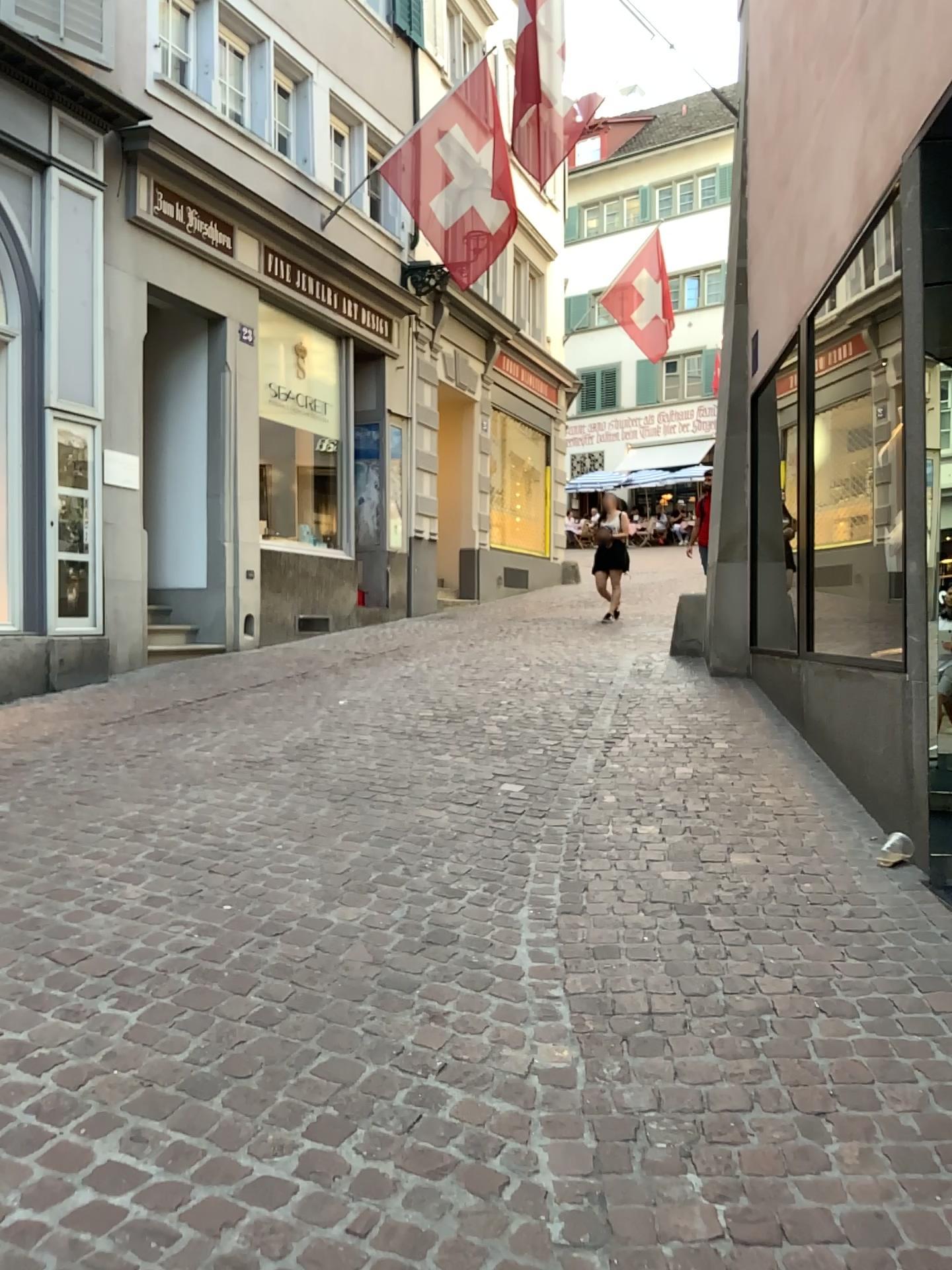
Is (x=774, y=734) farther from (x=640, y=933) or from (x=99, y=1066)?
(x=99, y=1066)
